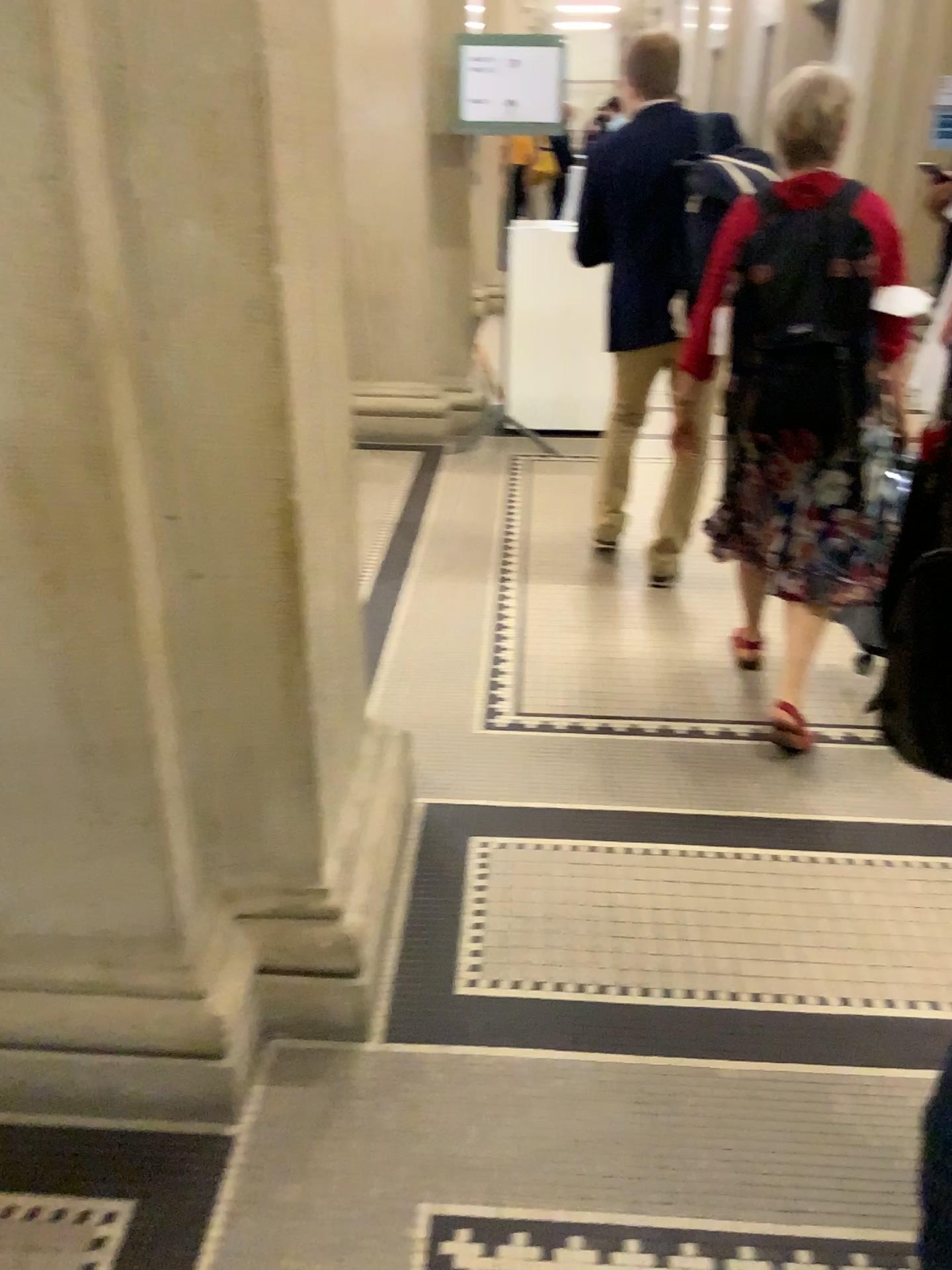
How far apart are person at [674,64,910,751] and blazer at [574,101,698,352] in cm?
59

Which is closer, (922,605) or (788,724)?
(922,605)

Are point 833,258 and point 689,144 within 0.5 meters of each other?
no

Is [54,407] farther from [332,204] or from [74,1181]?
[74,1181]

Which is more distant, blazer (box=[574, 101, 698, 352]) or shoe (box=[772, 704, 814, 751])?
blazer (box=[574, 101, 698, 352])

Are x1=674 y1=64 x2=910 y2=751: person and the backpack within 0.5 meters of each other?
yes

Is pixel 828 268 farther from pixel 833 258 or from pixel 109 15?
pixel 109 15

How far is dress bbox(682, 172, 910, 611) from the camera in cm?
244

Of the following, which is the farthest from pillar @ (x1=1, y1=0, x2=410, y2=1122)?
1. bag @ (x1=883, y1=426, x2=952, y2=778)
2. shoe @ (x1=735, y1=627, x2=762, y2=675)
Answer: shoe @ (x1=735, y1=627, x2=762, y2=675)

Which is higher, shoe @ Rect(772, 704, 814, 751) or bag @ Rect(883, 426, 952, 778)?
bag @ Rect(883, 426, 952, 778)
